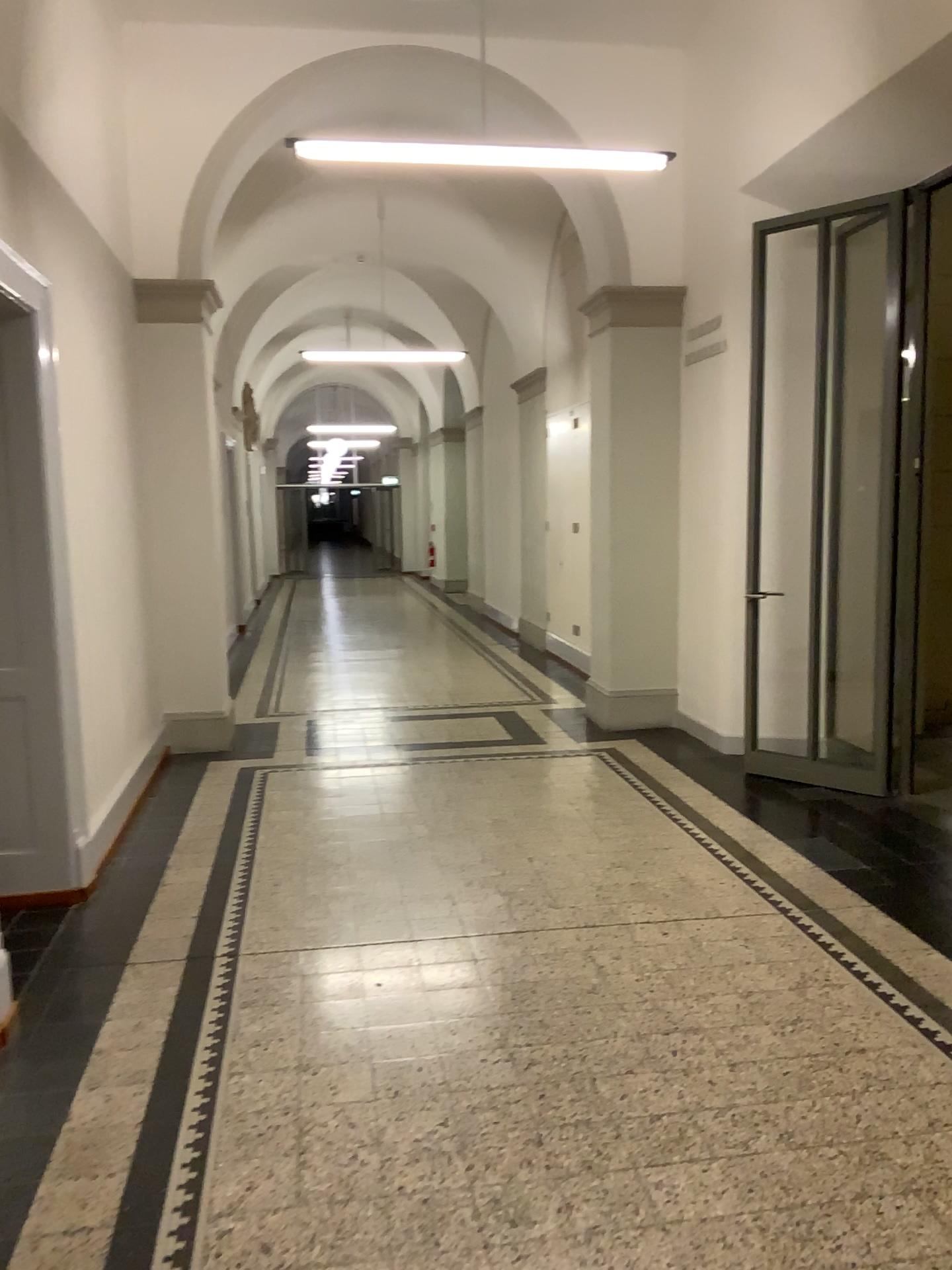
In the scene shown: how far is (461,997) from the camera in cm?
336
